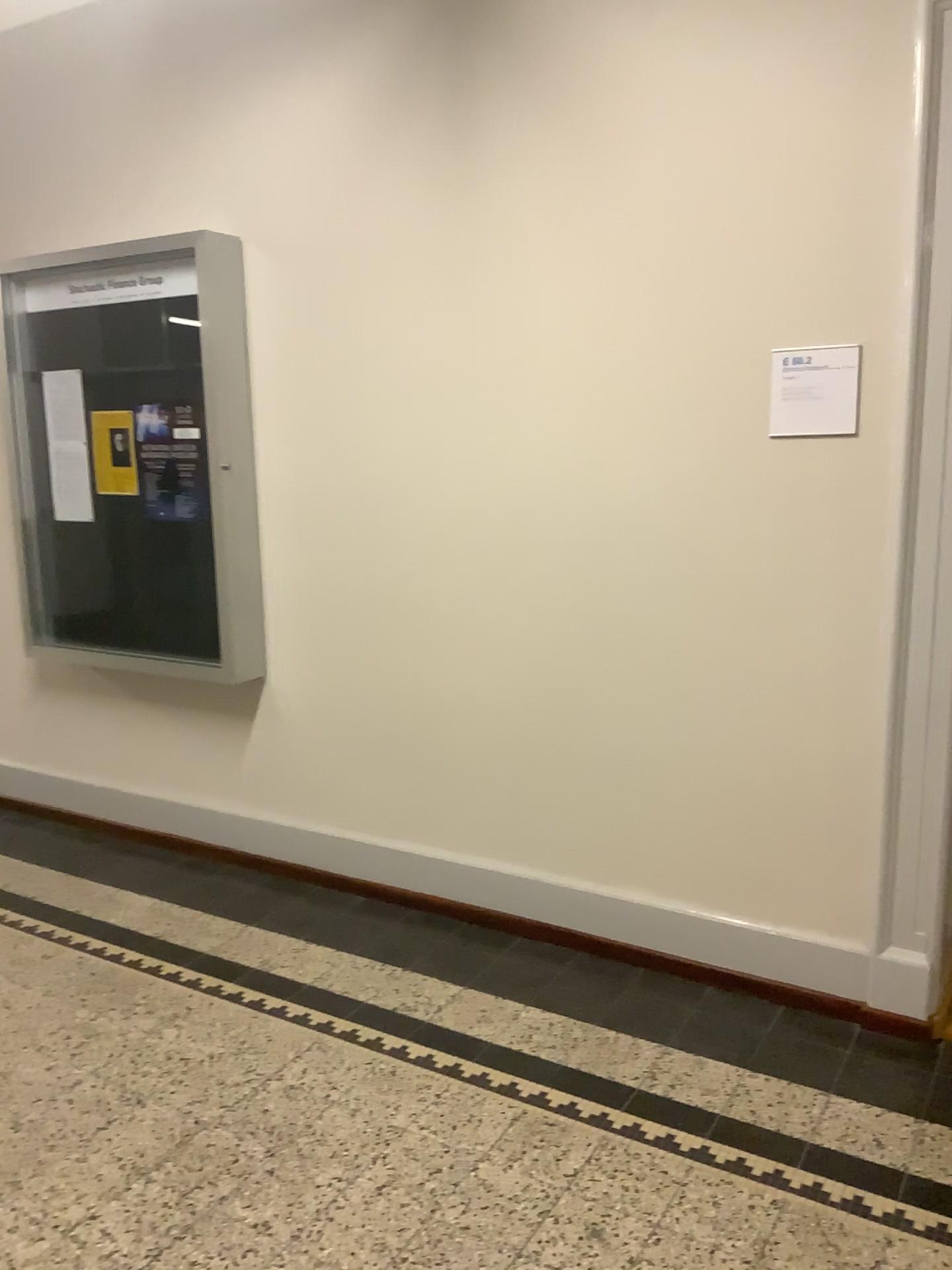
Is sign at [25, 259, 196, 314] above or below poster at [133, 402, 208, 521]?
above

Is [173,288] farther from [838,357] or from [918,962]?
[918,962]

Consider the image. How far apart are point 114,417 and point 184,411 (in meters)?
0.35

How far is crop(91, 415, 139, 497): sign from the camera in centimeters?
385cm

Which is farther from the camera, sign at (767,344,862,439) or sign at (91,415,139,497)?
sign at (91,415,139,497)

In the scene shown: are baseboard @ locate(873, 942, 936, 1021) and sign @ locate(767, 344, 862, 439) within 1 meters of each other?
no

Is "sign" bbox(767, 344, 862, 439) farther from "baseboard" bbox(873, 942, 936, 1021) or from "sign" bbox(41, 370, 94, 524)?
"sign" bbox(41, 370, 94, 524)

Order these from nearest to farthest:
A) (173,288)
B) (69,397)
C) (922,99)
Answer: (922,99), (173,288), (69,397)

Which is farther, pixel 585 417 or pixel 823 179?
pixel 585 417

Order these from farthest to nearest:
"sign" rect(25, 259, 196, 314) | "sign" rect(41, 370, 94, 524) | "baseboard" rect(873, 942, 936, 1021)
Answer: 1. "sign" rect(41, 370, 94, 524)
2. "sign" rect(25, 259, 196, 314)
3. "baseboard" rect(873, 942, 936, 1021)
